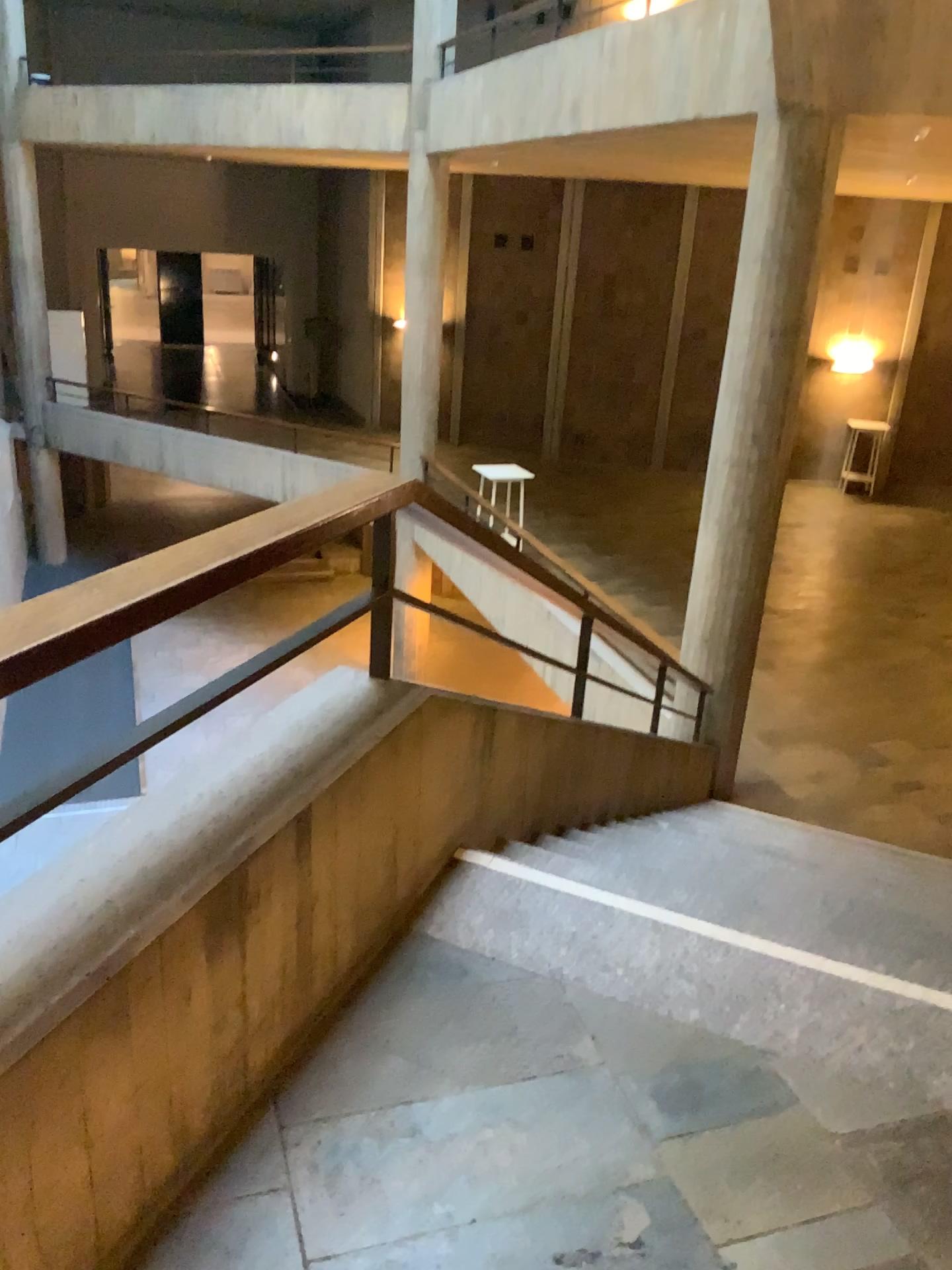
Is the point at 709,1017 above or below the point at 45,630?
below

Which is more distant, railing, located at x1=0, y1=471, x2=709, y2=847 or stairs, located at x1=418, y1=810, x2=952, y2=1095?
stairs, located at x1=418, y1=810, x2=952, y2=1095

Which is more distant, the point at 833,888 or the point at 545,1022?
the point at 833,888

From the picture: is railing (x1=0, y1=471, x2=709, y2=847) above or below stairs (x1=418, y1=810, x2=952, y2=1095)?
above

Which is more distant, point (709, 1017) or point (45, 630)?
point (709, 1017)
